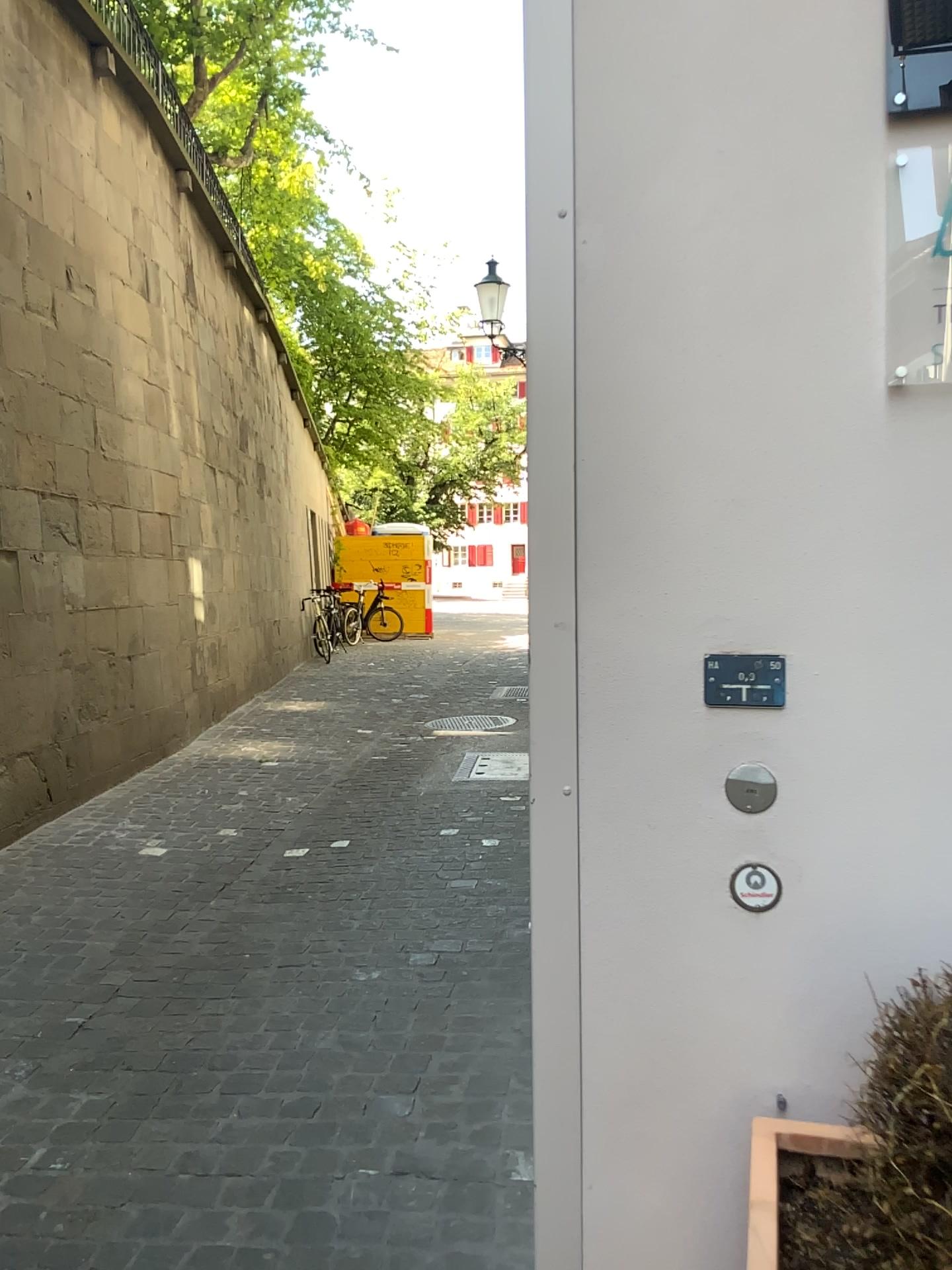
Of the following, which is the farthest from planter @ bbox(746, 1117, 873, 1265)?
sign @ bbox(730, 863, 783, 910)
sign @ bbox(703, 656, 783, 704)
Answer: sign @ bbox(703, 656, 783, 704)

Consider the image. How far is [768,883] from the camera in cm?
149

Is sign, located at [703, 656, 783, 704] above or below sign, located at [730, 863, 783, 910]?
above

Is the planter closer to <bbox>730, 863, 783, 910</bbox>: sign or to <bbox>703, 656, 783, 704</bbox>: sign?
<bbox>730, 863, 783, 910</bbox>: sign

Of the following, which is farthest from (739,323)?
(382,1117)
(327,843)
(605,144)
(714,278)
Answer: (327,843)

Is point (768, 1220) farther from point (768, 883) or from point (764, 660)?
point (764, 660)

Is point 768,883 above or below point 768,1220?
above

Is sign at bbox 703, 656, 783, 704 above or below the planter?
above

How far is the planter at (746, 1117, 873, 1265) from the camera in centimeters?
124cm

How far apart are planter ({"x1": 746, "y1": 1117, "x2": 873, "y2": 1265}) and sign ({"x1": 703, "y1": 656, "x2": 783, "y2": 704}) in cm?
55
